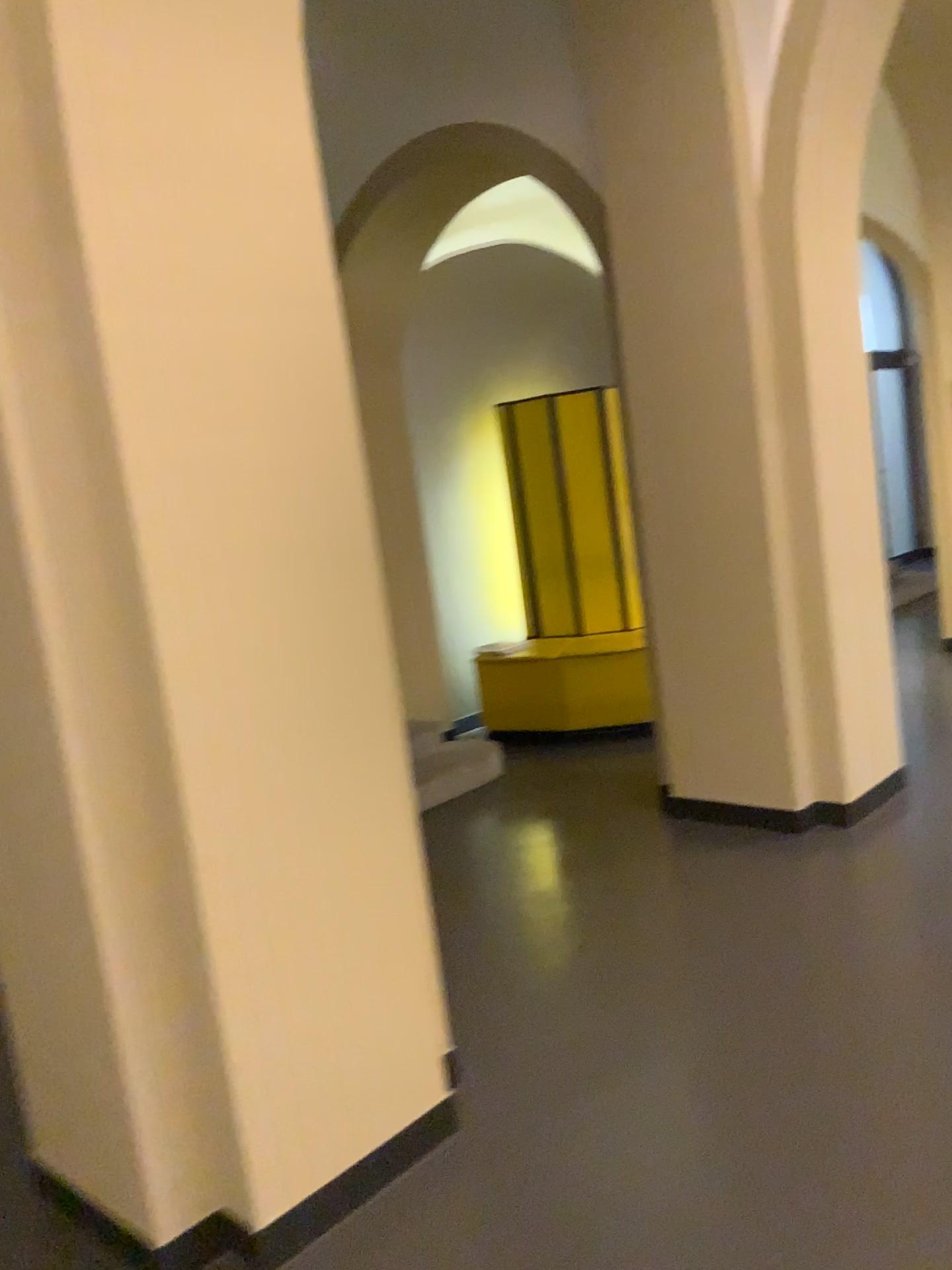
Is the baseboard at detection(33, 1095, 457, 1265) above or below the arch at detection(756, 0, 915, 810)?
below

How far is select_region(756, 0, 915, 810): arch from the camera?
3.62m

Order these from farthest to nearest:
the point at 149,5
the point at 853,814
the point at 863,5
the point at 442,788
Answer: the point at 442,788
the point at 853,814
the point at 863,5
the point at 149,5

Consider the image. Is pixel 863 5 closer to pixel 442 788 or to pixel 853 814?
pixel 853 814

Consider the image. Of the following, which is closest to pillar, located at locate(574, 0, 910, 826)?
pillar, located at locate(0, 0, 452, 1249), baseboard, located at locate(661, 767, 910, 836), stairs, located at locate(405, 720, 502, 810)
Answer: baseboard, located at locate(661, 767, 910, 836)

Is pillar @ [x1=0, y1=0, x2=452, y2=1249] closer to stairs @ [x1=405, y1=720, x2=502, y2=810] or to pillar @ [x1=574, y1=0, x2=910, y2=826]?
pillar @ [x1=574, y1=0, x2=910, y2=826]

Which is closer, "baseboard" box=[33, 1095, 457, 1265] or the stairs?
"baseboard" box=[33, 1095, 457, 1265]

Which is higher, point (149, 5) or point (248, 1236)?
point (149, 5)

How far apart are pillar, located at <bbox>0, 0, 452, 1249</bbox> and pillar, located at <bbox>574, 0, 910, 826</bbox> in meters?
2.0

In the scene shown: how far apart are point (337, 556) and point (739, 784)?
2.5m
